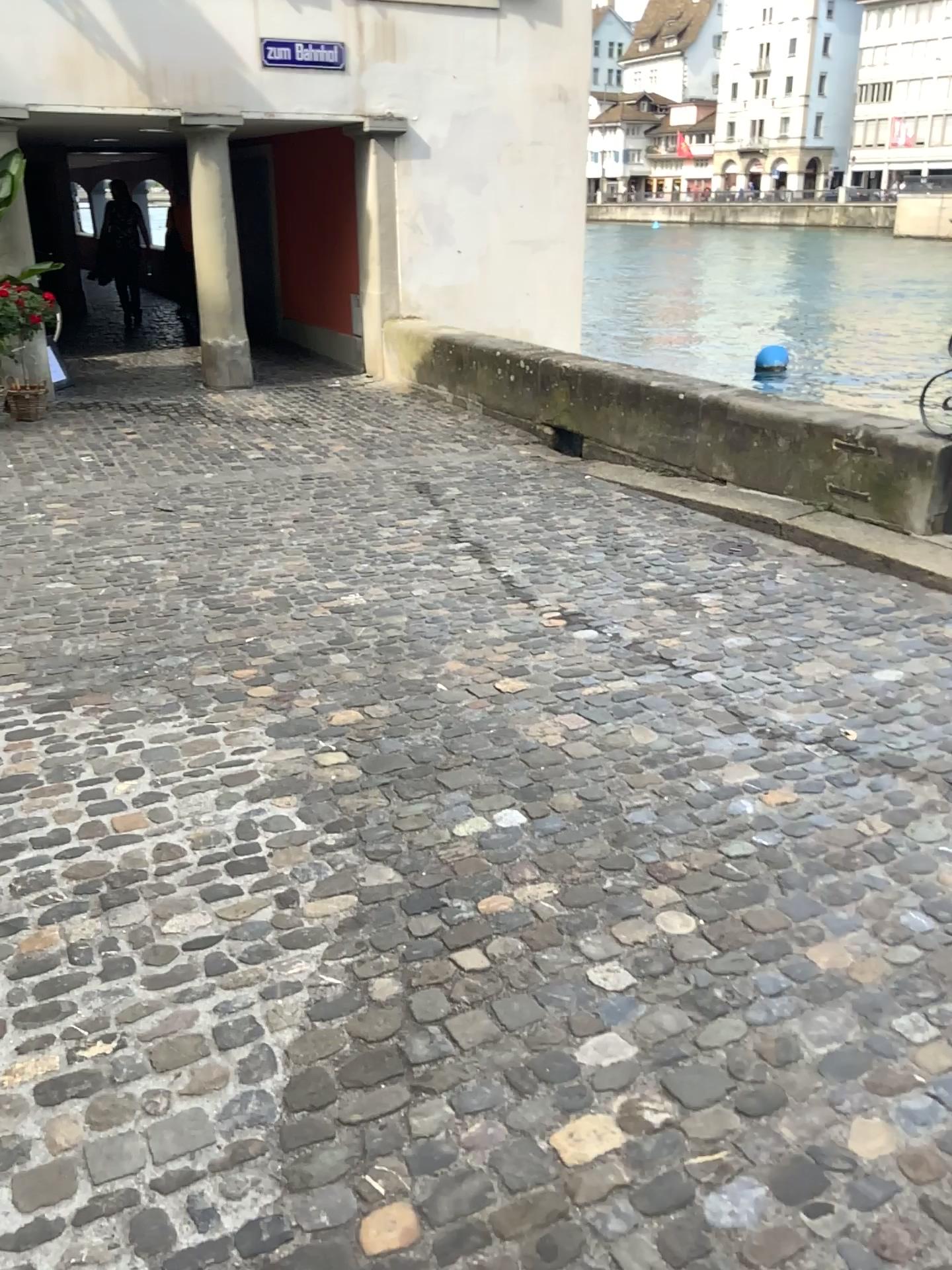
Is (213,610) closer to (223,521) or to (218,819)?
(223,521)
